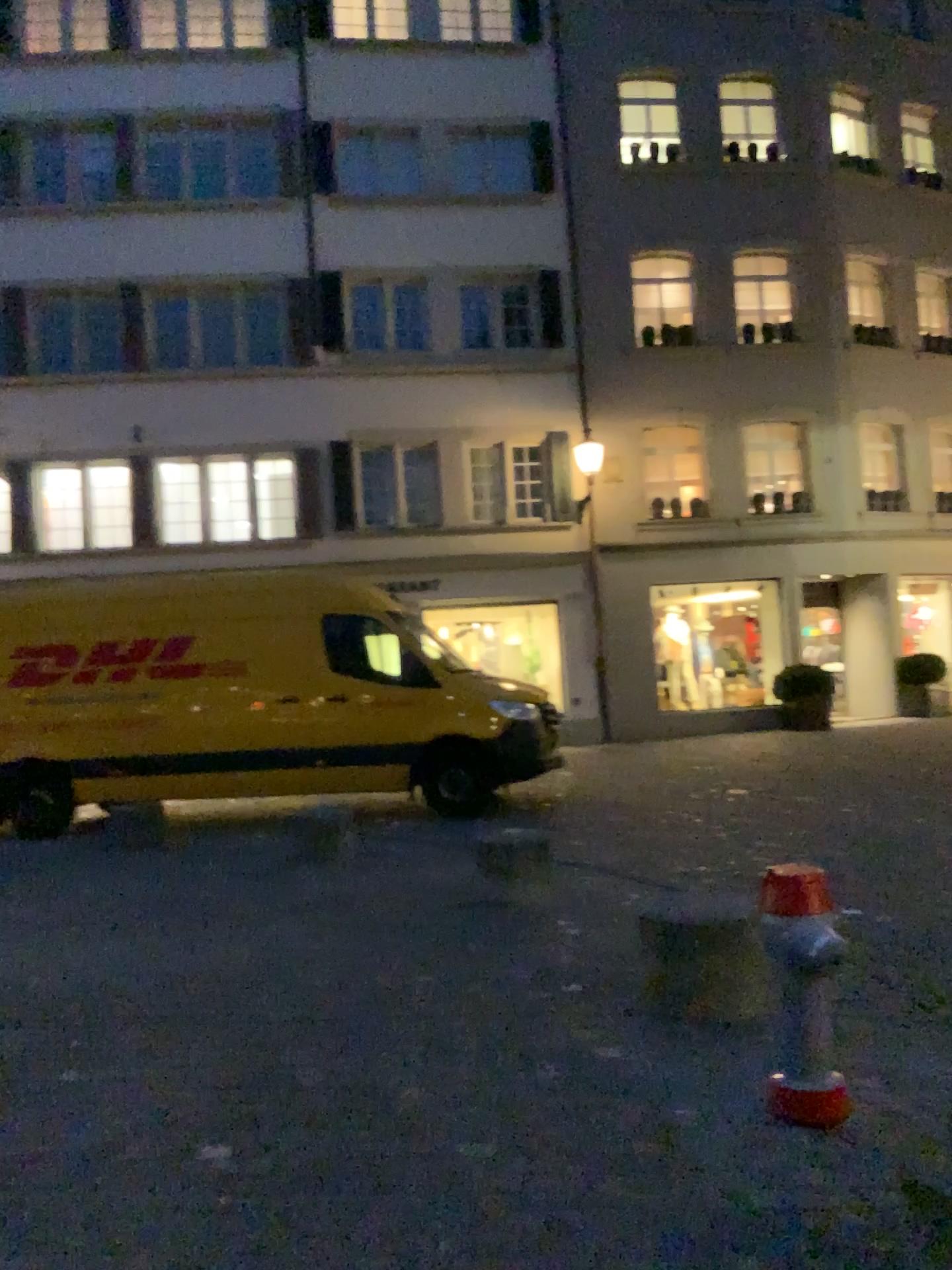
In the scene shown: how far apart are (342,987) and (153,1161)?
1.62m

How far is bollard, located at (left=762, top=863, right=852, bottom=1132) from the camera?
3.2m

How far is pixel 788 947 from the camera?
3.2m
